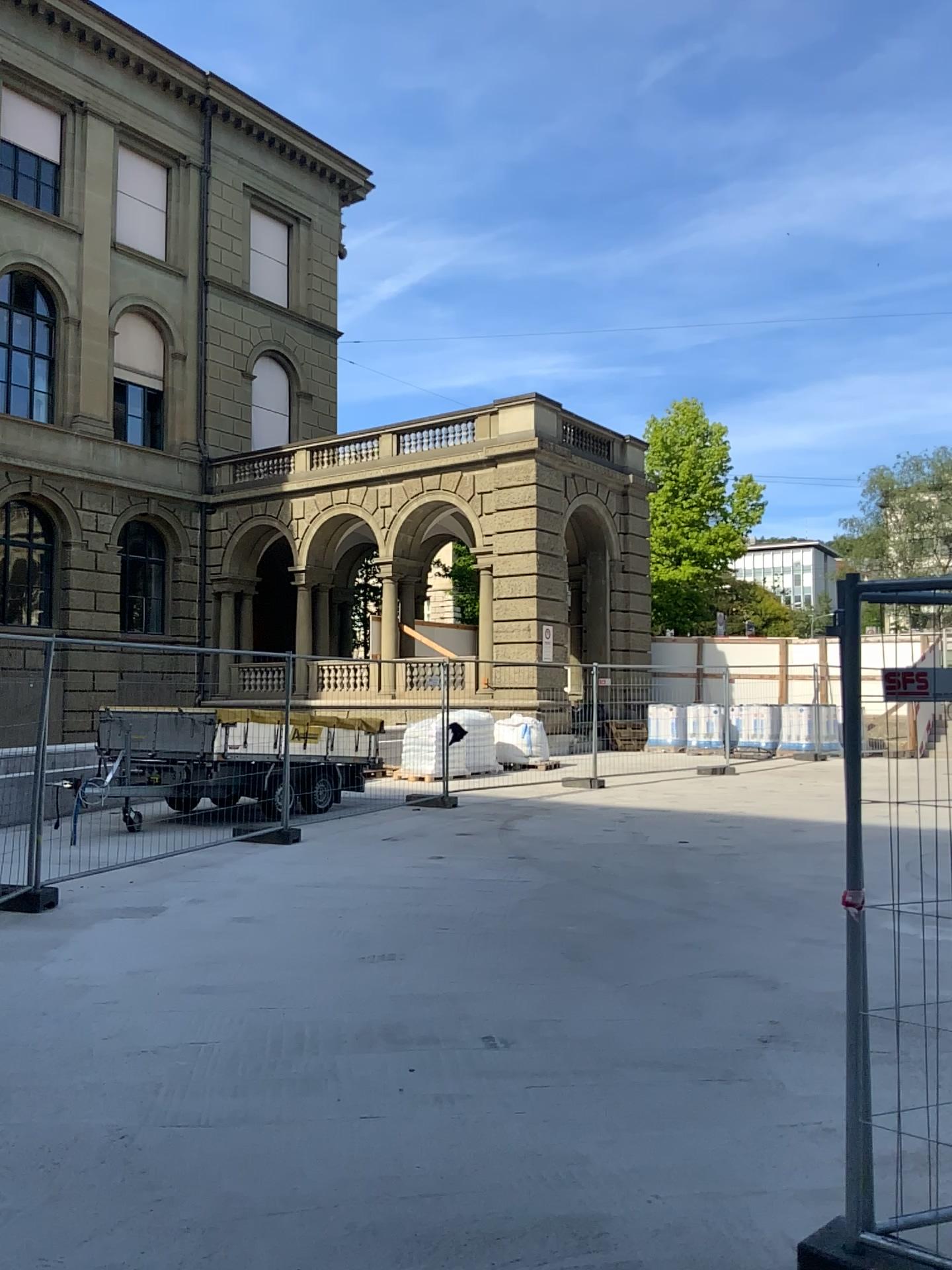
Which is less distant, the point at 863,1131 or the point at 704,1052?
the point at 863,1131
